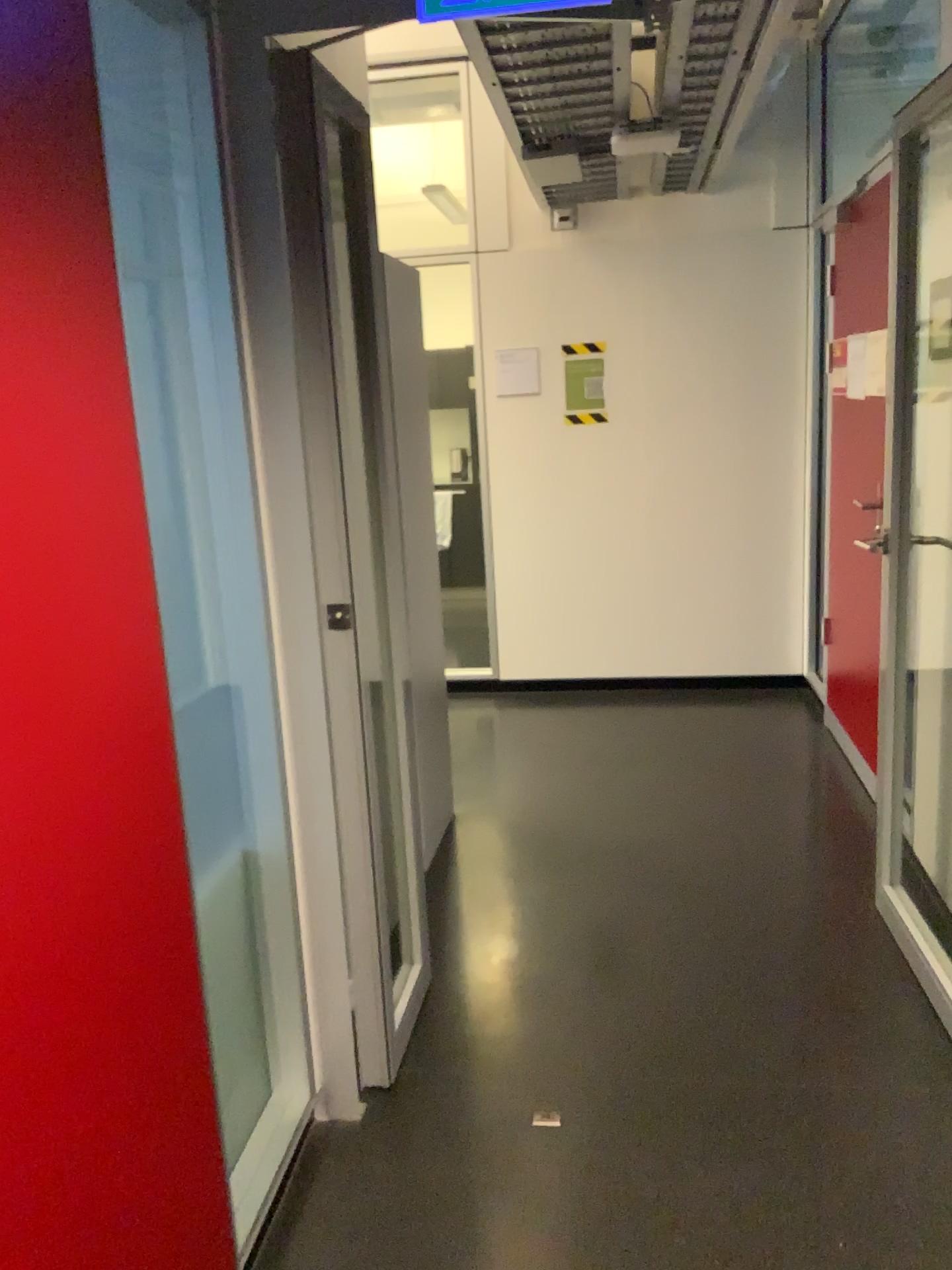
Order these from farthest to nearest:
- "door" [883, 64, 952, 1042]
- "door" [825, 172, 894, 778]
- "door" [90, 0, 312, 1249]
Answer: "door" [825, 172, 894, 778], "door" [883, 64, 952, 1042], "door" [90, 0, 312, 1249]

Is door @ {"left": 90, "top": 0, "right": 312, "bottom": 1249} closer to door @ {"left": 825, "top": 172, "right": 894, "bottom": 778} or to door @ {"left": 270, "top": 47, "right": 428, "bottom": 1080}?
door @ {"left": 270, "top": 47, "right": 428, "bottom": 1080}

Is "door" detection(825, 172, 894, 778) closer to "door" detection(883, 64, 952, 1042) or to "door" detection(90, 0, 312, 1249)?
"door" detection(883, 64, 952, 1042)

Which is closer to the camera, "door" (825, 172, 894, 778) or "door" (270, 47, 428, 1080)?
"door" (270, 47, 428, 1080)

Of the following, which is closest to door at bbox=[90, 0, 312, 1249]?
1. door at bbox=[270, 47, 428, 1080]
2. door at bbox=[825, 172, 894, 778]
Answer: door at bbox=[270, 47, 428, 1080]

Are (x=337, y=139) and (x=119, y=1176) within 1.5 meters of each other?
no

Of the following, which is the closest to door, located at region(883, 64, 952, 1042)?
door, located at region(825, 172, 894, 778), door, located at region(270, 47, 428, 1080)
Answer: door, located at region(825, 172, 894, 778)

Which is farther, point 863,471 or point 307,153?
point 863,471

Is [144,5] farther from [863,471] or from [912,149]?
[863,471]

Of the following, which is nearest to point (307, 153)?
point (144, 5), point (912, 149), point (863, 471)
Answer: point (144, 5)
